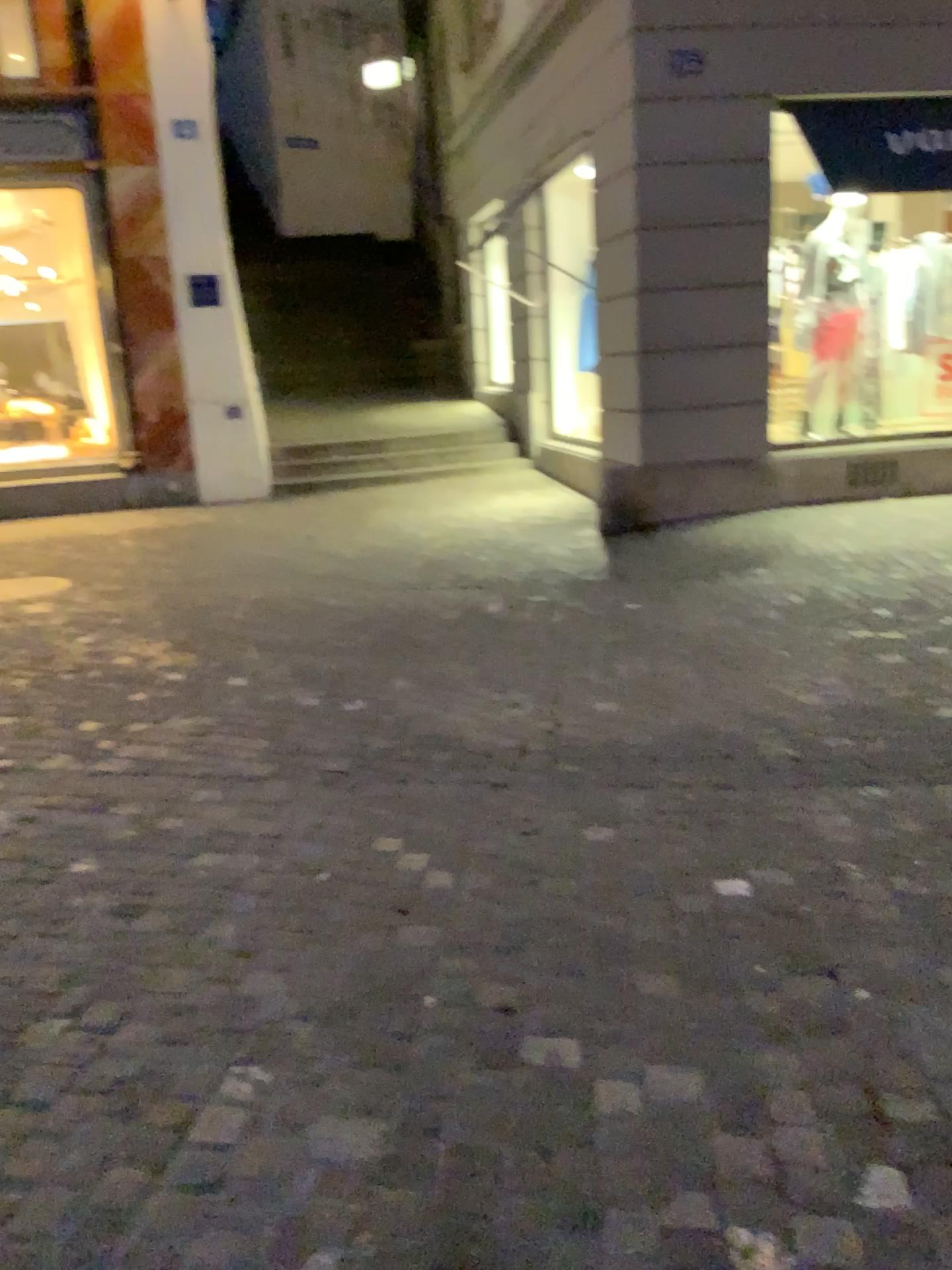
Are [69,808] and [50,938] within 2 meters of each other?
yes
